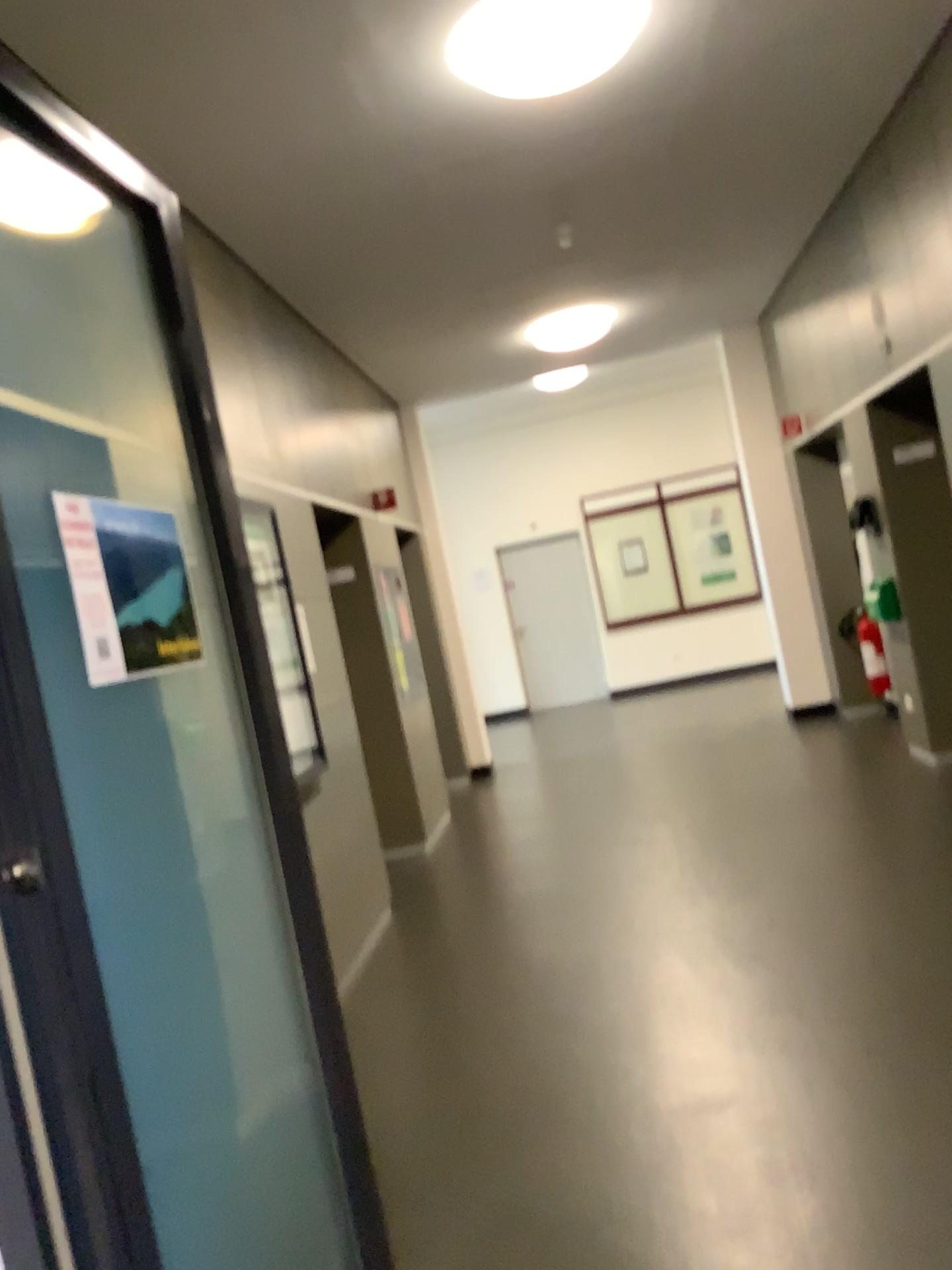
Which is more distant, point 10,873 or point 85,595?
point 85,595

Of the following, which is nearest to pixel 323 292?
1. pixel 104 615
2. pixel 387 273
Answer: pixel 387 273

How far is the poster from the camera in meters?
1.6 m

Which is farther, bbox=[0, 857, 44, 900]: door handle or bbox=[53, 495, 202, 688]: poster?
bbox=[53, 495, 202, 688]: poster

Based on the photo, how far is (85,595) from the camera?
1.6m

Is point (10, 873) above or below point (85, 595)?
below
